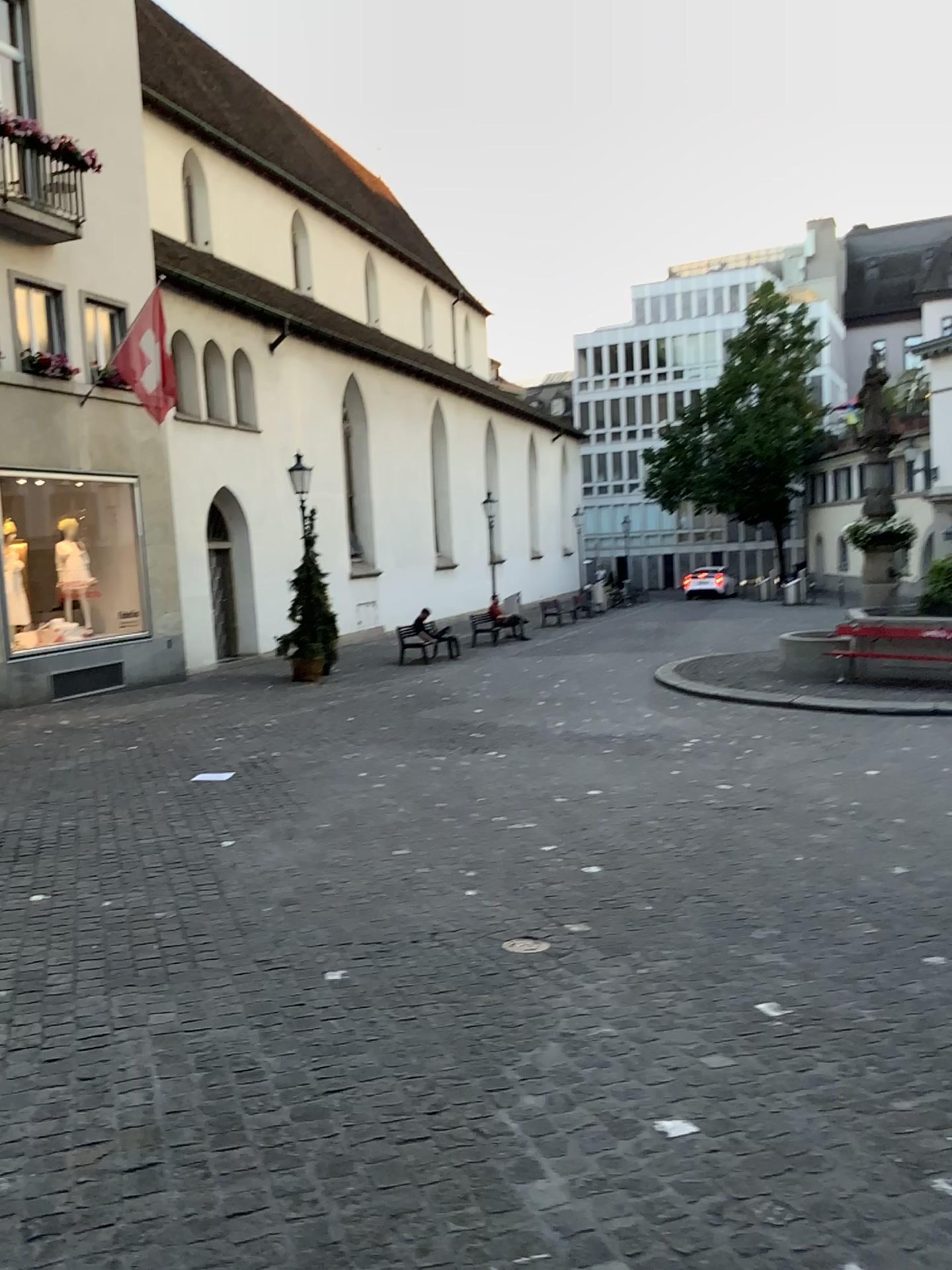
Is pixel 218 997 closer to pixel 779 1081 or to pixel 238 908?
pixel 238 908
